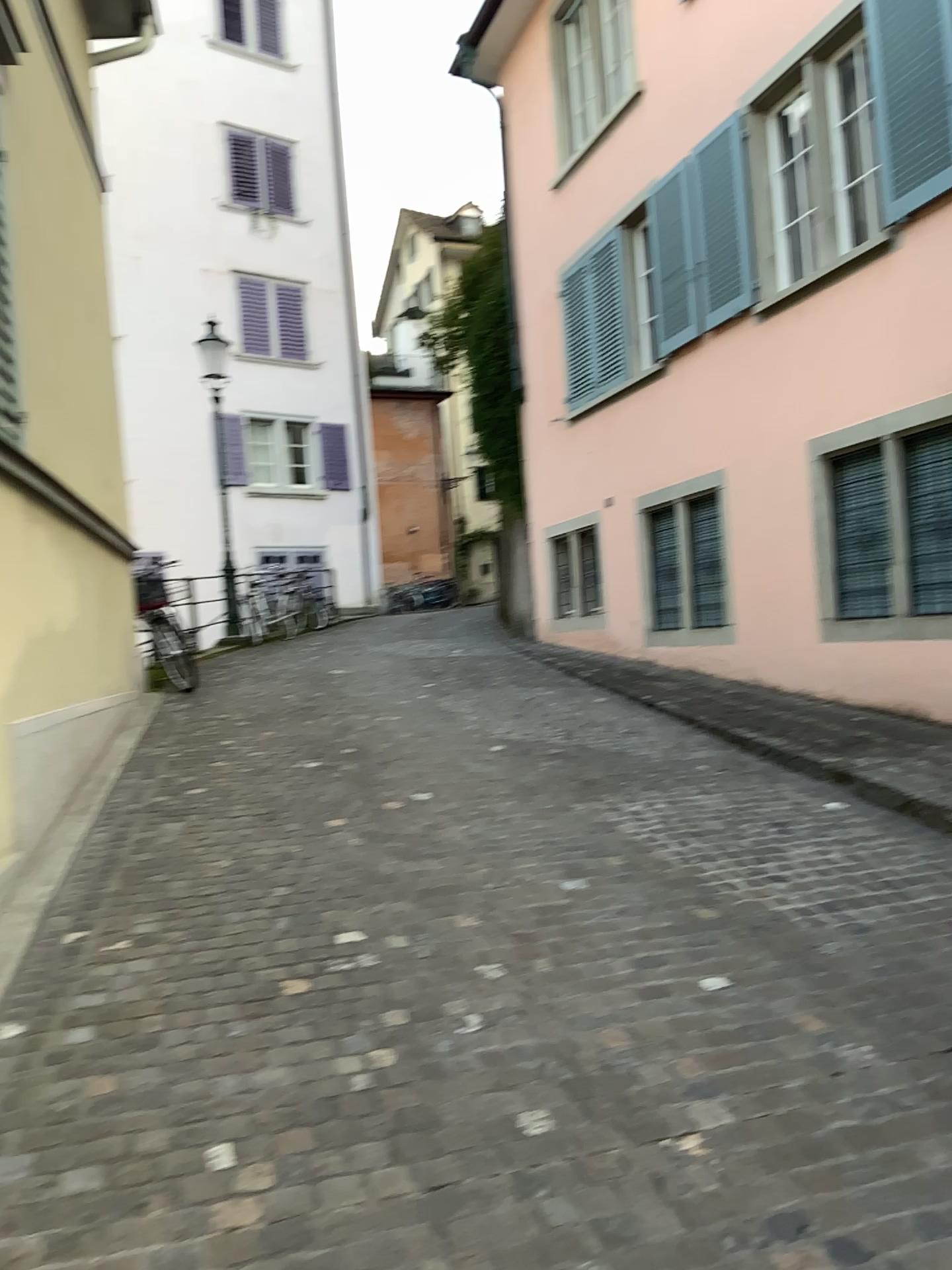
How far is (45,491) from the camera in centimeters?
506cm
